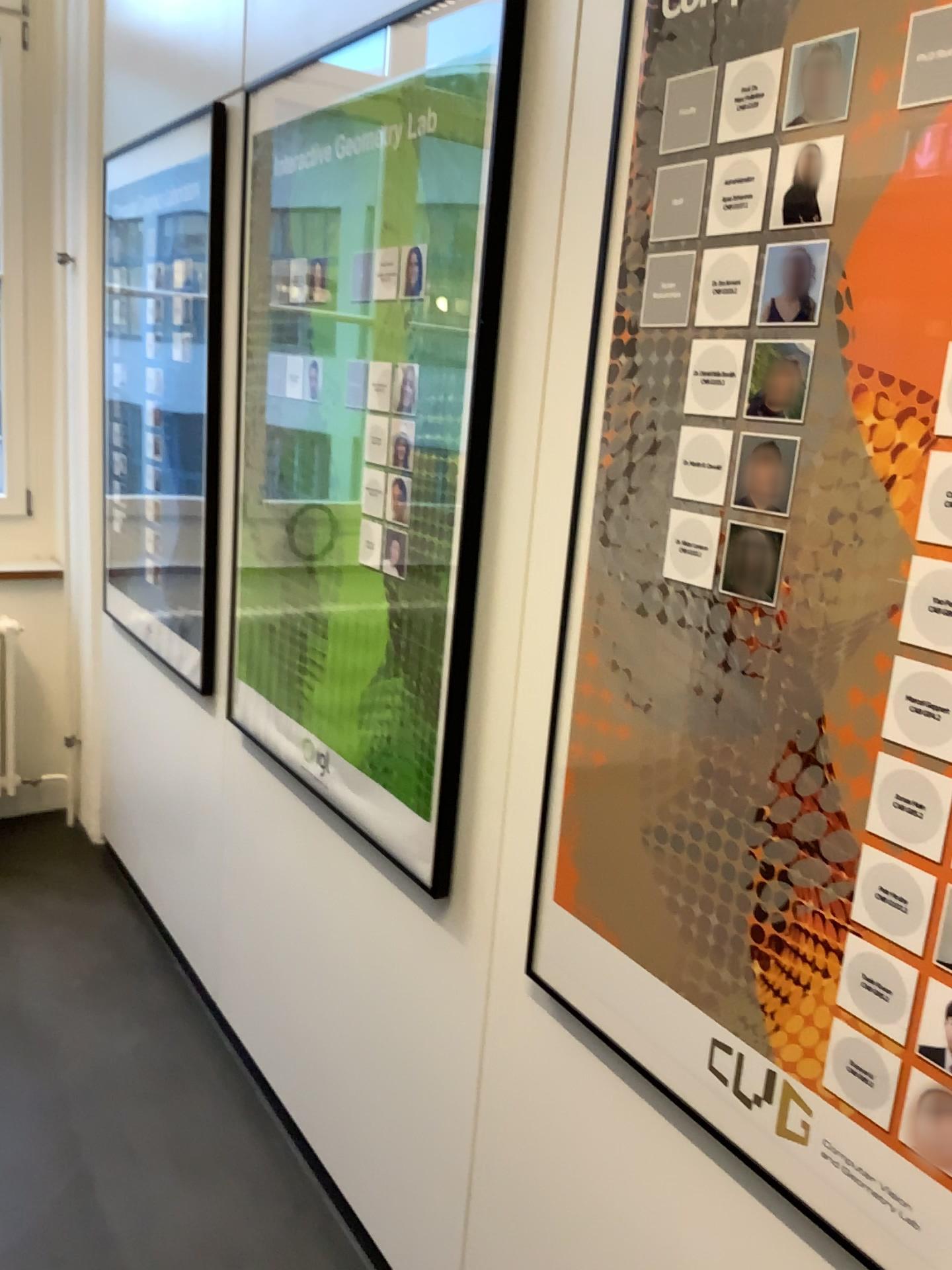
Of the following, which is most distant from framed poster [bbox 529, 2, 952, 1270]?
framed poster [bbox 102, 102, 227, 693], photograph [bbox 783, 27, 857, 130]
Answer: framed poster [bbox 102, 102, 227, 693]

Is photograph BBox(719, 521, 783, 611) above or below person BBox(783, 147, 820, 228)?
below

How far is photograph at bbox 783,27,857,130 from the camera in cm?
94

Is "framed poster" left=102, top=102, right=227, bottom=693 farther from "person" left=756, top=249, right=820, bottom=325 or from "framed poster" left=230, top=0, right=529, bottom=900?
"person" left=756, top=249, right=820, bottom=325

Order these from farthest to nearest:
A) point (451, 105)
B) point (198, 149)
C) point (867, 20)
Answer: point (198, 149) → point (451, 105) → point (867, 20)

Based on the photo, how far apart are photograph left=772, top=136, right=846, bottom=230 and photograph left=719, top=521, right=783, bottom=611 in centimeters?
29cm

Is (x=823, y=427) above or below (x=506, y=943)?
above

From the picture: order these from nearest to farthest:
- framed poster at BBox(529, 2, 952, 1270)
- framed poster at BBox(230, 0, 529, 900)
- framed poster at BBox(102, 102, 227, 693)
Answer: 1. framed poster at BBox(529, 2, 952, 1270)
2. framed poster at BBox(230, 0, 529, 900)
3. framed poster at BBox(102, 102, 227, 693)

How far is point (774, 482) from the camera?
1.0m

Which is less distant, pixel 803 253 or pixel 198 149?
pixel 803 253
